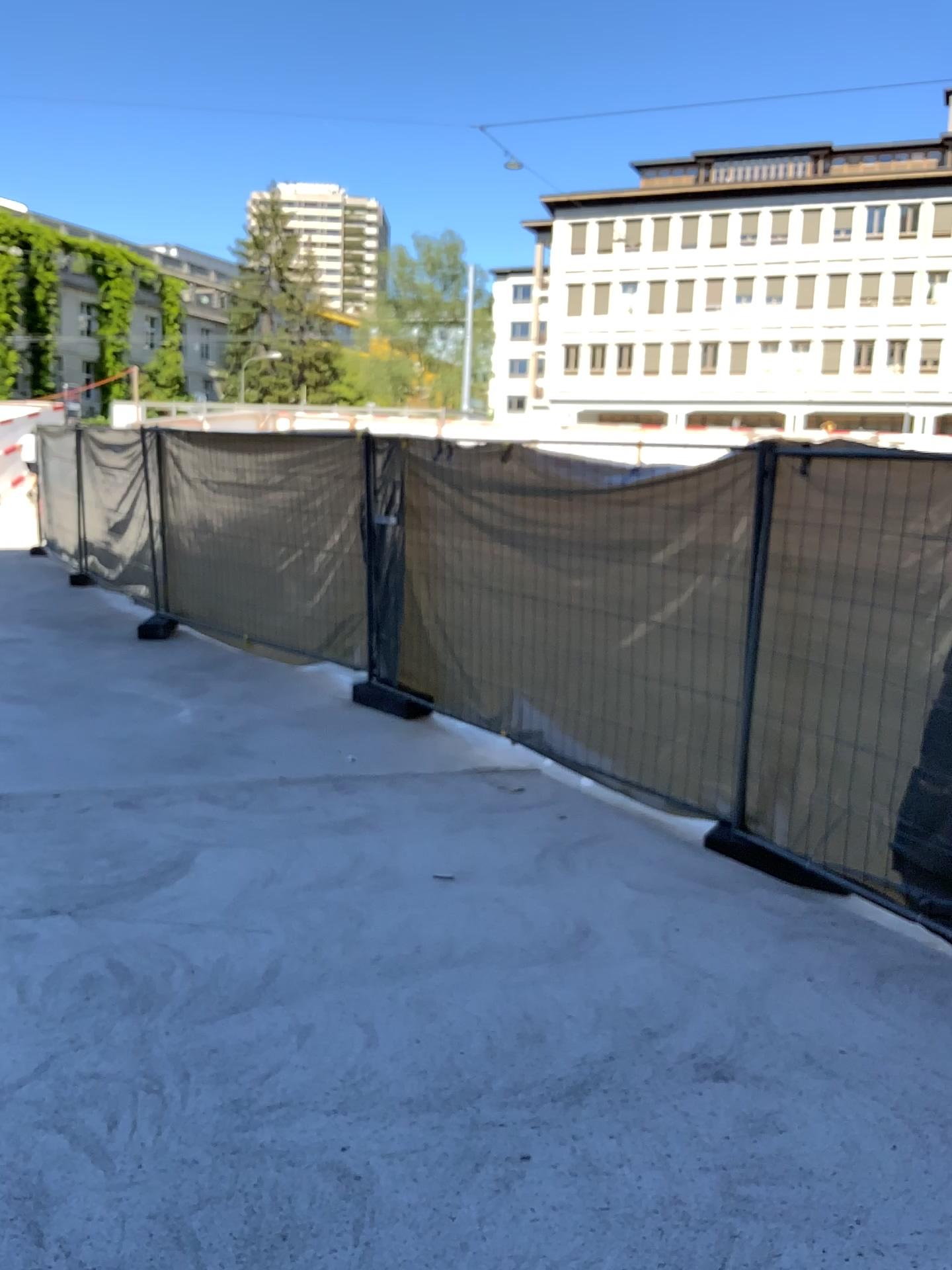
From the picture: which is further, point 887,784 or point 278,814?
point 278,814
